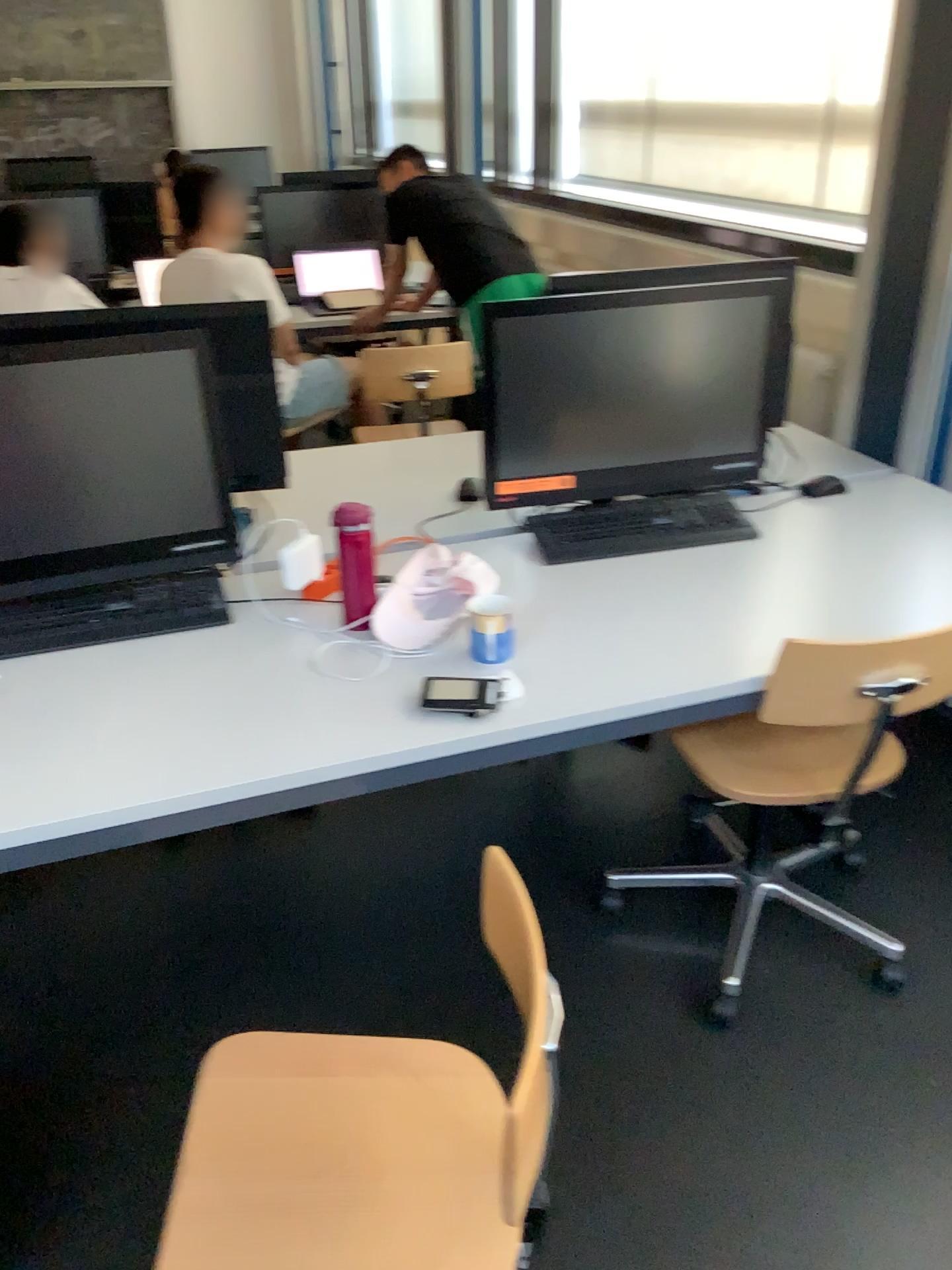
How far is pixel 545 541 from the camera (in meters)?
2.09

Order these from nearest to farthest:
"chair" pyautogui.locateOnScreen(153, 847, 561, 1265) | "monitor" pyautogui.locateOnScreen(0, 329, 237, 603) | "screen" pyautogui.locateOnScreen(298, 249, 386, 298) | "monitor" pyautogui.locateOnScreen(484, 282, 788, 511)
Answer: "chair" pyautogui.locateOnScreen(153, 847, 561, 1265) → "monitor" pyautogui.locateOnScreen(0, 329, 237, 603) → "monitor" pyautogui.locateOnScreen(484, 282, 788, 511) → "screen" pyautogui.locateOnScreen(298, 249, 386, 298)

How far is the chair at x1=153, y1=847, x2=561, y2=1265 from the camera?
1.16m

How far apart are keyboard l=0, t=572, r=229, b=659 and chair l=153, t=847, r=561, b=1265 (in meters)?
0.70

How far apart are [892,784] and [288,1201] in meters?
1.9 m

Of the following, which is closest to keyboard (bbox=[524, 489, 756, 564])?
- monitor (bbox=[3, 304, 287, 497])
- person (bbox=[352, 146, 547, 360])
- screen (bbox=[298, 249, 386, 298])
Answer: monitor (bbox=[3, 304, 287, 497])

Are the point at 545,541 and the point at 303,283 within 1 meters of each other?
no

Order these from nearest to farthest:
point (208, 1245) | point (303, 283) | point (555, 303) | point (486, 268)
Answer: point (208, 1245) → point (555, 303) → point (486, 268) → point (303, 283)

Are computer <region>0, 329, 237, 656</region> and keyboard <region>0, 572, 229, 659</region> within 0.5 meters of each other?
yes

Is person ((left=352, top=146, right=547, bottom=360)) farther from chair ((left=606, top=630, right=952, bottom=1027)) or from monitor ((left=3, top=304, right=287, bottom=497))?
chair ((left=606, top=630, right=952, bottom=1027))
